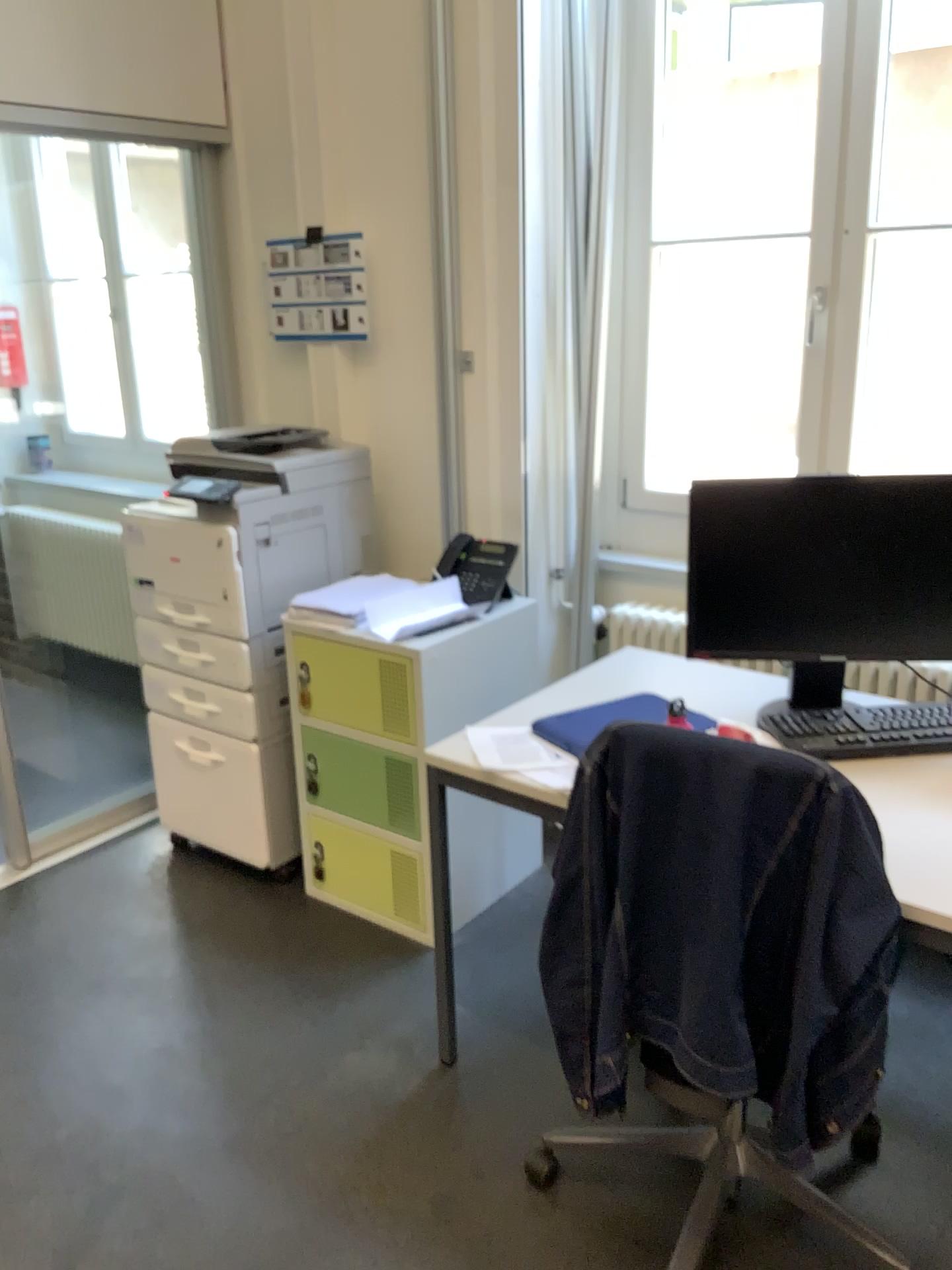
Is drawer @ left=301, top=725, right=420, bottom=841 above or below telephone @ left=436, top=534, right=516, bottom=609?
below

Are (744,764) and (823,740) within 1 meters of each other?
yes

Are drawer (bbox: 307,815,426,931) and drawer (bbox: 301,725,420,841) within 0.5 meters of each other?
yes

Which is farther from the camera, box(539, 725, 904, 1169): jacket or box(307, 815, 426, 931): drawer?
box(307, 815, 426, 931): drawer

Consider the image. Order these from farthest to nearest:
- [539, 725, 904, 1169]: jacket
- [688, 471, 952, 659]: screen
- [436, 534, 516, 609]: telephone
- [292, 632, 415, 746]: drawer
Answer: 1. [436, 534, 516, 609]: telephone
2. [292, 632, 415, 746]: drawer
3. [688, 471, 952, 659]: screen
4. [539, 725, 904, 1169]: jacket

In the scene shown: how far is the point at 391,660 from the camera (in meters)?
2.54

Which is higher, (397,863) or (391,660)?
(391,660)

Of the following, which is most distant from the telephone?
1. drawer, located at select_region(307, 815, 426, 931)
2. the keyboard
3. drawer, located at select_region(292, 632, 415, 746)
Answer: the keyboard

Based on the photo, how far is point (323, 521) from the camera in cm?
298

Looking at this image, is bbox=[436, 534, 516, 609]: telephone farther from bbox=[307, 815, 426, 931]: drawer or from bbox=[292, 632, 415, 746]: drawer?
bbox=[307, 815, 426, 931]: drawer
